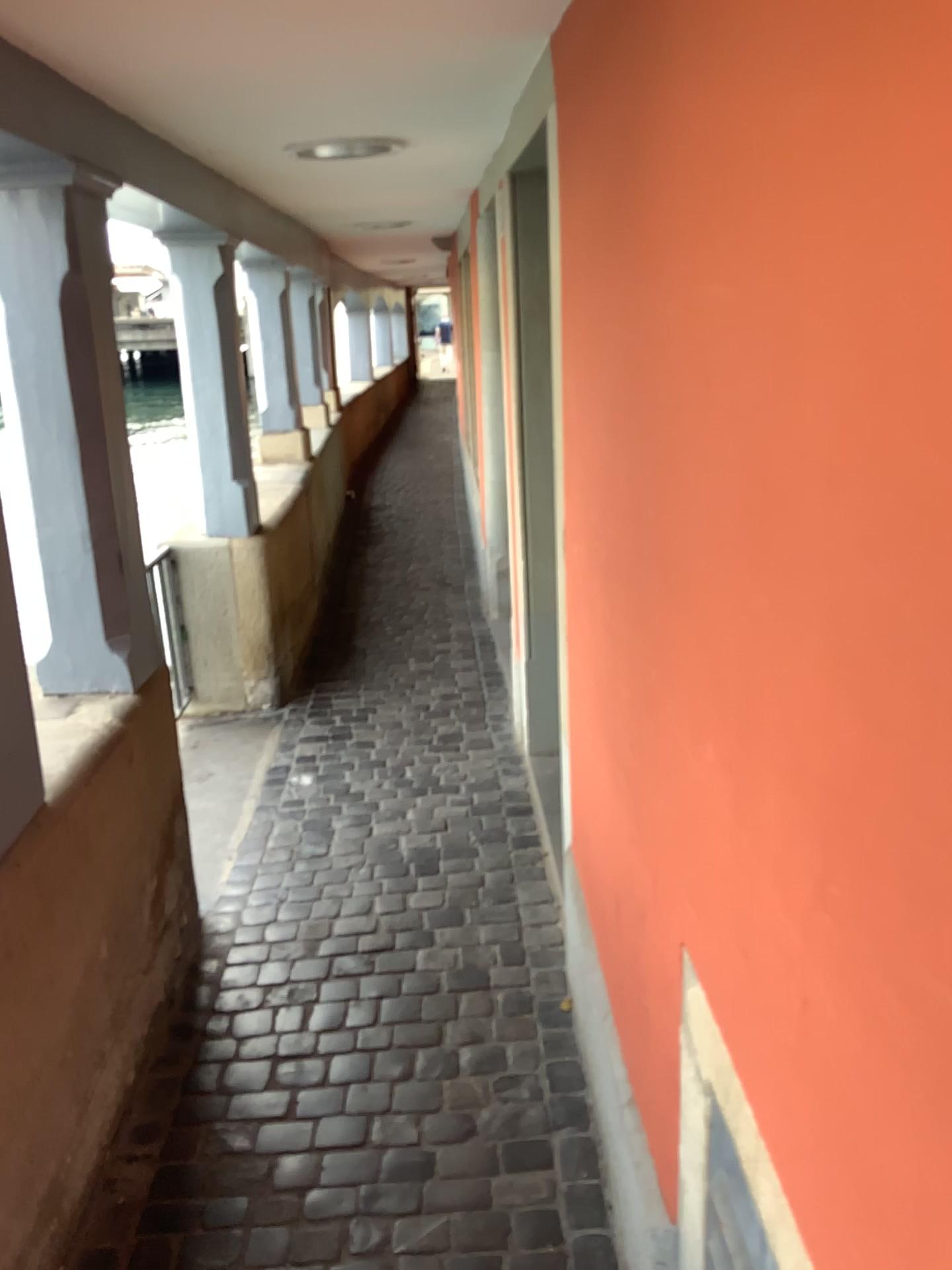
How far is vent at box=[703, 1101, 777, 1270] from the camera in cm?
106

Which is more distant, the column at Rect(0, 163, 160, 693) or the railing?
the railing

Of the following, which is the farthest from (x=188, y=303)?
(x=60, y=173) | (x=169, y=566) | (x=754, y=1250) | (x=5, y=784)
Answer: (x=754, y=1250)

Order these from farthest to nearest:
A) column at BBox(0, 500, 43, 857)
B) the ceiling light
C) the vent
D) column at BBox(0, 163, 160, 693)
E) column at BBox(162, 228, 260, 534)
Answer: column at BBox(162, 228, 260, 534) < the ceiling light < column at BBox(0, 163, 160, 693) < column at BBox(0, 500, 43, 857) < the vent

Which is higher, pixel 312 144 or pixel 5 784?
pixel 312 144

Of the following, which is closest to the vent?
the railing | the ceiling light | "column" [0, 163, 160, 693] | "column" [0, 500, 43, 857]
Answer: "column" [0, 500, 43, 857]

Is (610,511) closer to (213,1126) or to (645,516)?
(645,516)

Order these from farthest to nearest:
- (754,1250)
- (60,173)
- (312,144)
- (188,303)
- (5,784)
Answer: (188,303) < (312,144) < (60,173) < (5,784) < (754,1250)

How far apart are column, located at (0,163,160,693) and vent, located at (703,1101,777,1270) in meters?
1.8

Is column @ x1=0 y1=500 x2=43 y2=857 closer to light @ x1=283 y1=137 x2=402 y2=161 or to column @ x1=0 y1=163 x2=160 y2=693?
column @ x1=0 y1=163 x2=160 y2=693
